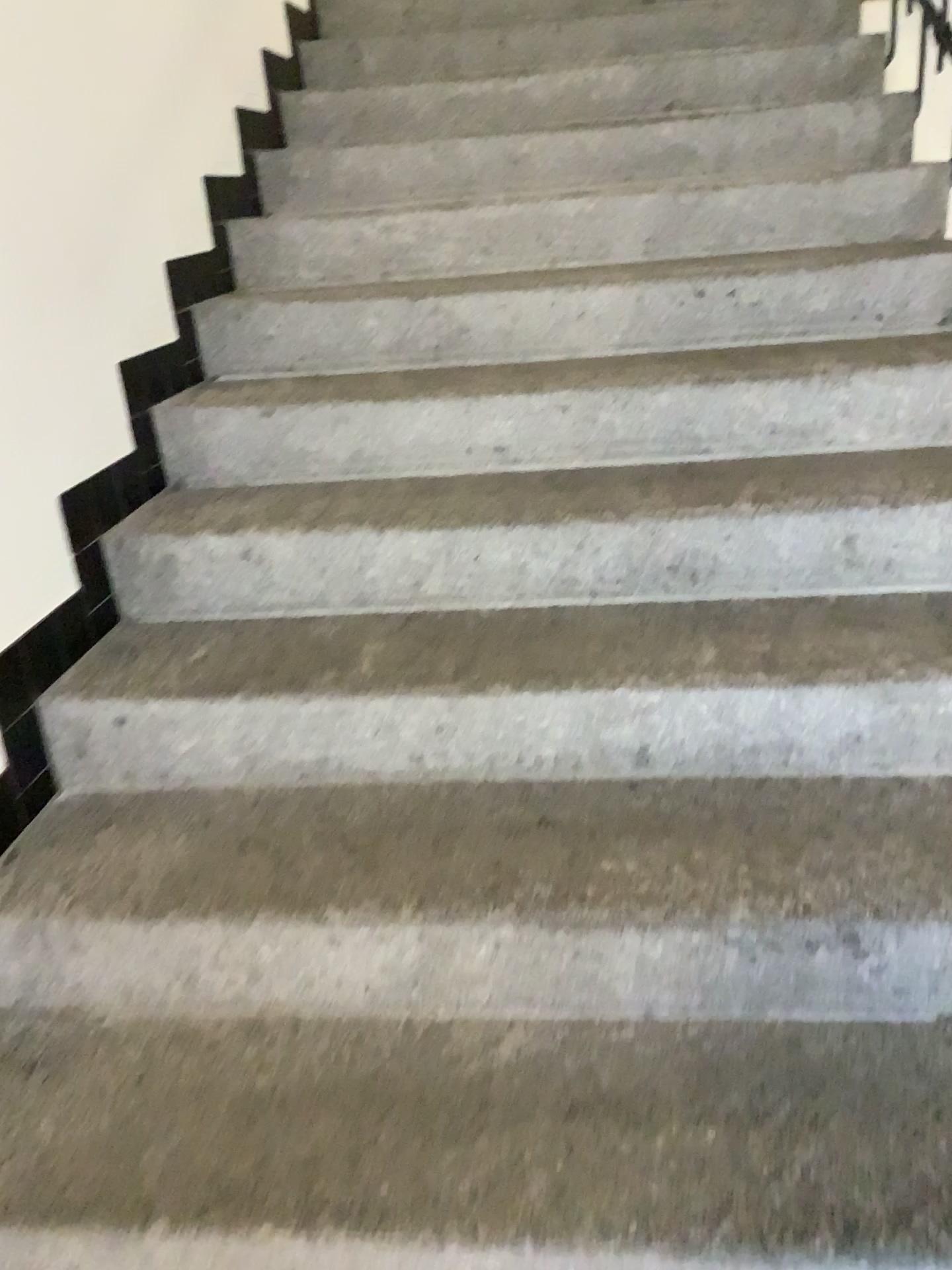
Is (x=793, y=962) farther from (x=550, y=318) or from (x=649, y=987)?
(x=550, y=318)
